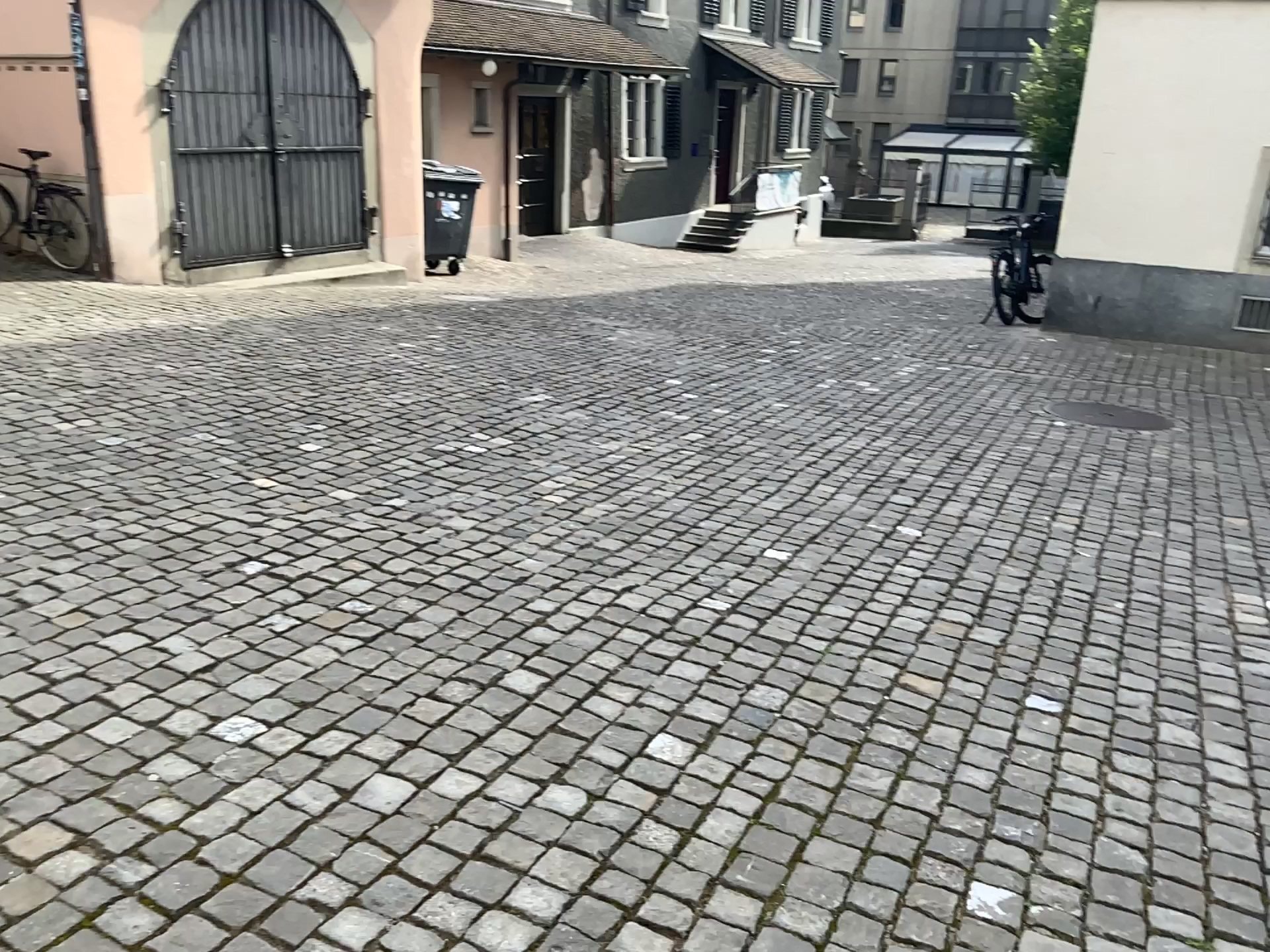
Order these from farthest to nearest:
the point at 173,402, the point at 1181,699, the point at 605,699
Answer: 1. the point at 173,402
2. the point at 1181,699
3. the point at 605,699
